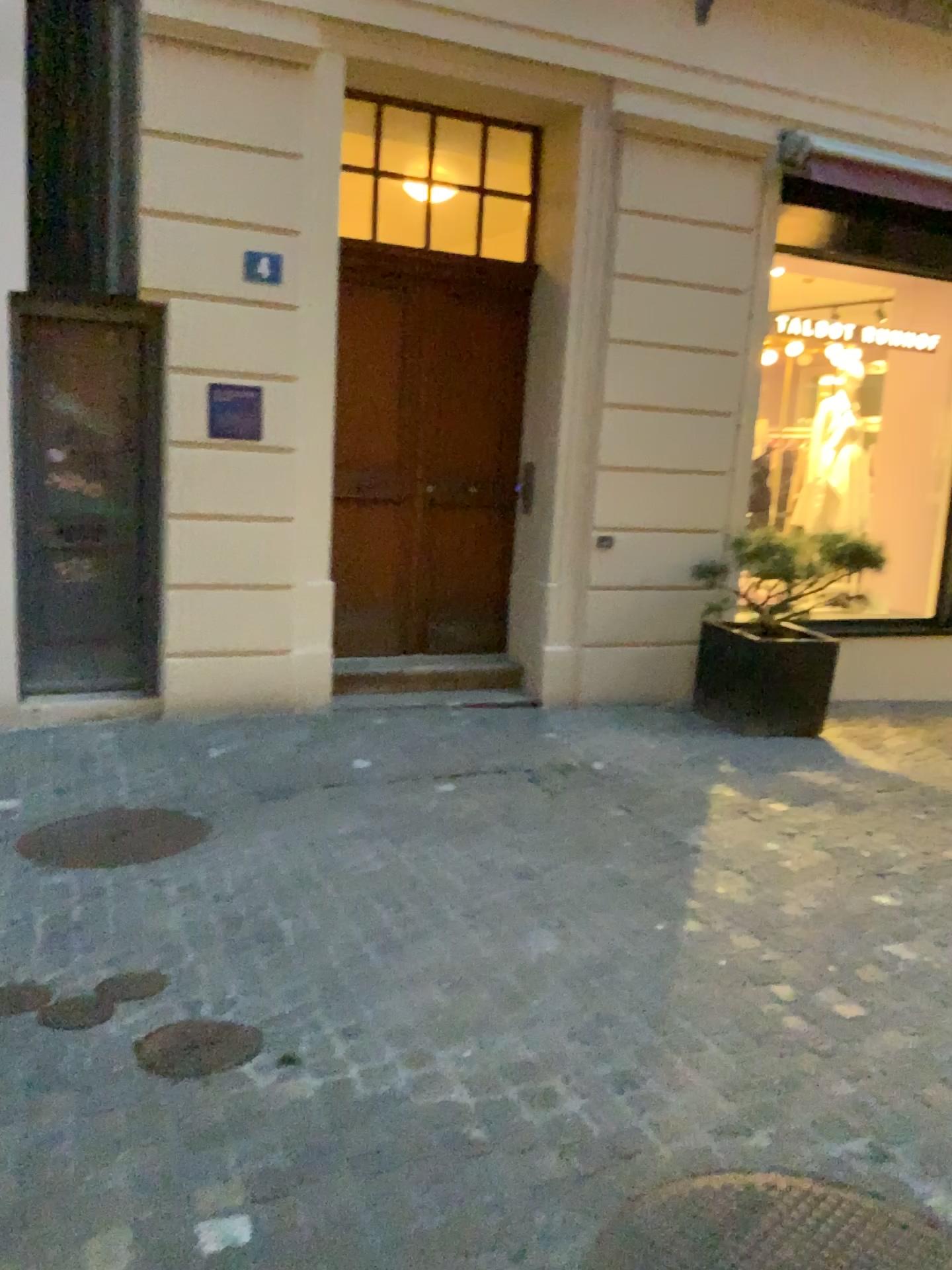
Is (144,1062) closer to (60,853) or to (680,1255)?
(680,1255)

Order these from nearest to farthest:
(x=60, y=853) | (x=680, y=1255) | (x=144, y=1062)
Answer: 1. (x=680, y=1255)
2. (x=144, y=1062)
3. (x=60, y=853)

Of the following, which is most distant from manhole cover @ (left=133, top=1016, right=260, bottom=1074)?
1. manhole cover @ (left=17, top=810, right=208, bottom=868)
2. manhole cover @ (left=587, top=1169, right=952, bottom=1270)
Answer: manhole cover @ (left=17, top=810, right=208, bottom=868)

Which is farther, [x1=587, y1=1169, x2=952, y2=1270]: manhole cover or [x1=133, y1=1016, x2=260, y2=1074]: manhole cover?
[x1=133, y1=1016, x2=260, y2=1074]: manhole cover

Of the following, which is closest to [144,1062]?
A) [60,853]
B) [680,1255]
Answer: [680,1255]

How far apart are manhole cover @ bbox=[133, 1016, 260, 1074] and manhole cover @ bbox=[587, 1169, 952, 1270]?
1.0 meters

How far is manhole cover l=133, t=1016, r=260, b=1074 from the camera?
2.43m

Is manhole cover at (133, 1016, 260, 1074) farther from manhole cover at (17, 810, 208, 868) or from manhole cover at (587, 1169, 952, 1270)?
manhole cover at (17, 810, 208, 868)

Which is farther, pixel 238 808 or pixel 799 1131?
pixel 238 808

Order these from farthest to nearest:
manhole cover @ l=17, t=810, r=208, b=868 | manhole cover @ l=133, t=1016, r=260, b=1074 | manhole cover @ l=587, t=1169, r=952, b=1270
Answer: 1. manhole cover @ l=17, t=810, r=208, b=868
2. manhole cover @ l=133, t=1016, r=260, b=1074
3. manhole cover @ l=587, t=1169, r=952, b=1270
